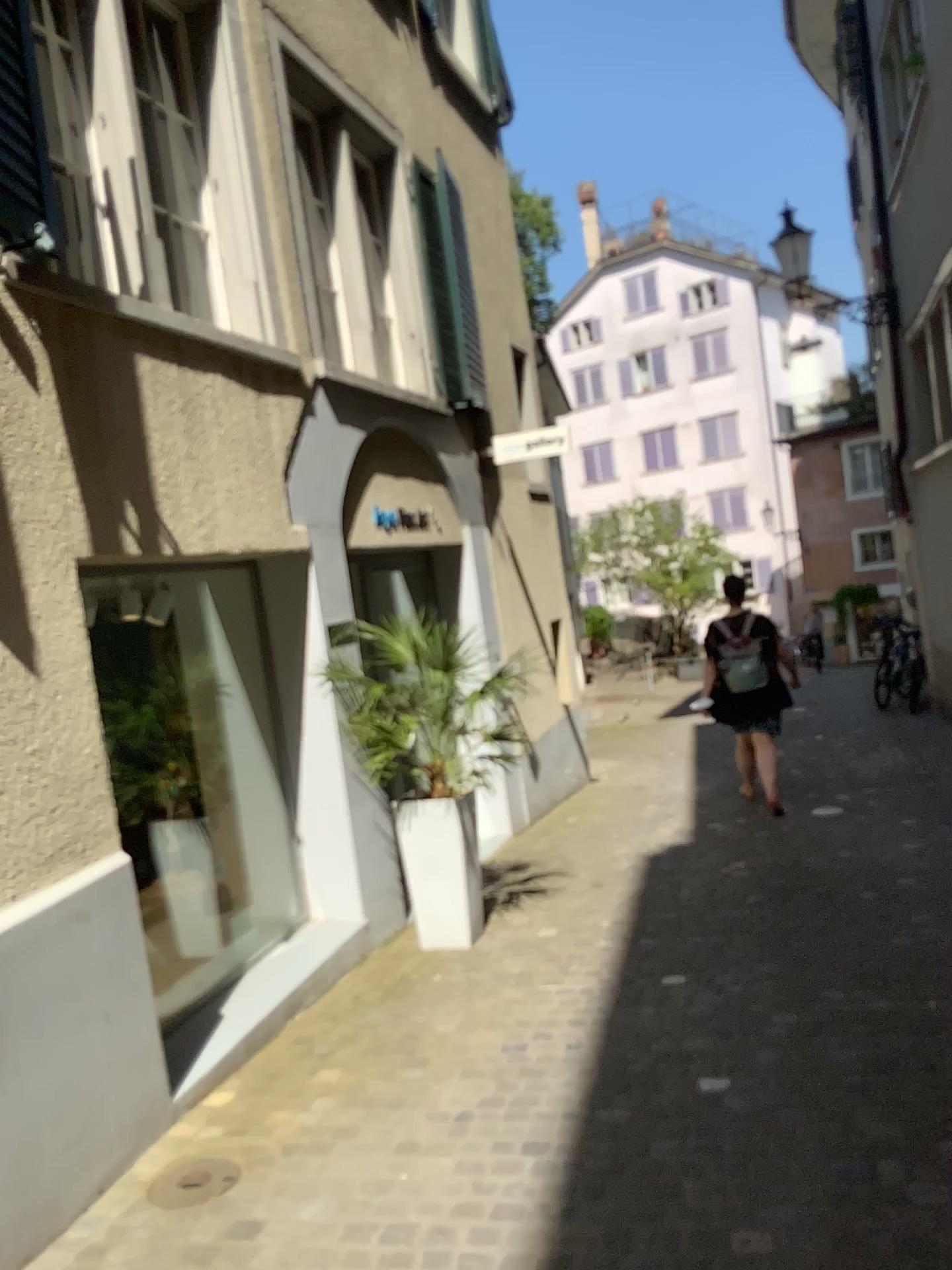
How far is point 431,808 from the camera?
4.8m

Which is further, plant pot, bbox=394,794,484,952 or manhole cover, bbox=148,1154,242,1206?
plant pot, bbox=394,794,484,952

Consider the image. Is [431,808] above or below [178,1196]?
above

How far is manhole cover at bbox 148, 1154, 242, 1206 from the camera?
2.9 meters

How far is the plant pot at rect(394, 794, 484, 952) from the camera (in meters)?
4.80

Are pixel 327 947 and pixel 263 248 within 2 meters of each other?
no

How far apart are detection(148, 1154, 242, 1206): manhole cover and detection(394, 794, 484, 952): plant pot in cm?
188

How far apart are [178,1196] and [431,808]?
2.2m
